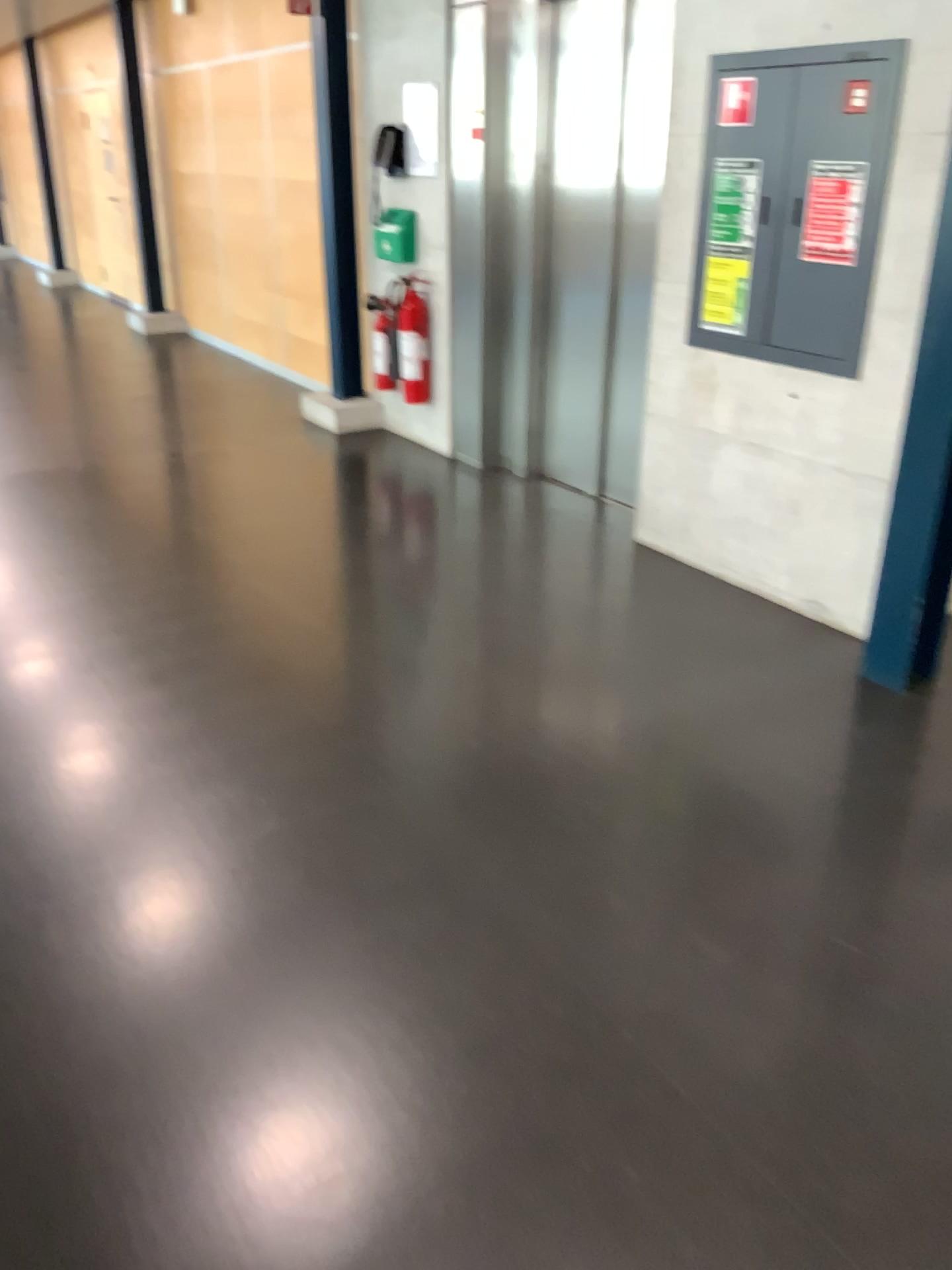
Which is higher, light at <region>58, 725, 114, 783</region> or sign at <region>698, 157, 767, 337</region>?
sign at <region>698, 157, 767, 337</region>

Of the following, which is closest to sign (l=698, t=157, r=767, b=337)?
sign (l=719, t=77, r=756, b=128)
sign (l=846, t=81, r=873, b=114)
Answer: sign (l=719, t=77, r=756, b=128)

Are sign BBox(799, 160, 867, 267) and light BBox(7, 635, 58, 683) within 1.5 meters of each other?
no

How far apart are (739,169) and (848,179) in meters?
→ 0.5 m

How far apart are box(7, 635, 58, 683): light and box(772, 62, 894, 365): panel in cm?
265

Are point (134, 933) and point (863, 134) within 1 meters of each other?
no

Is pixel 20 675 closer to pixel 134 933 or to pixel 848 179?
pixel 134 933

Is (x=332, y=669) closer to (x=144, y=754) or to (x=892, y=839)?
(x=144, y=754)

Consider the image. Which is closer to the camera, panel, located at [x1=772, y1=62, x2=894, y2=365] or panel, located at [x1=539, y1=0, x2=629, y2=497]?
panel, located at [x1=772, y1=62, x2=894, y2=365]

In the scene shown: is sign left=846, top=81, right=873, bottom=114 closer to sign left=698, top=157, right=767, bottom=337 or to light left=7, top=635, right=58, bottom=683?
sign left=698, top=157, right=767, bottom=337
